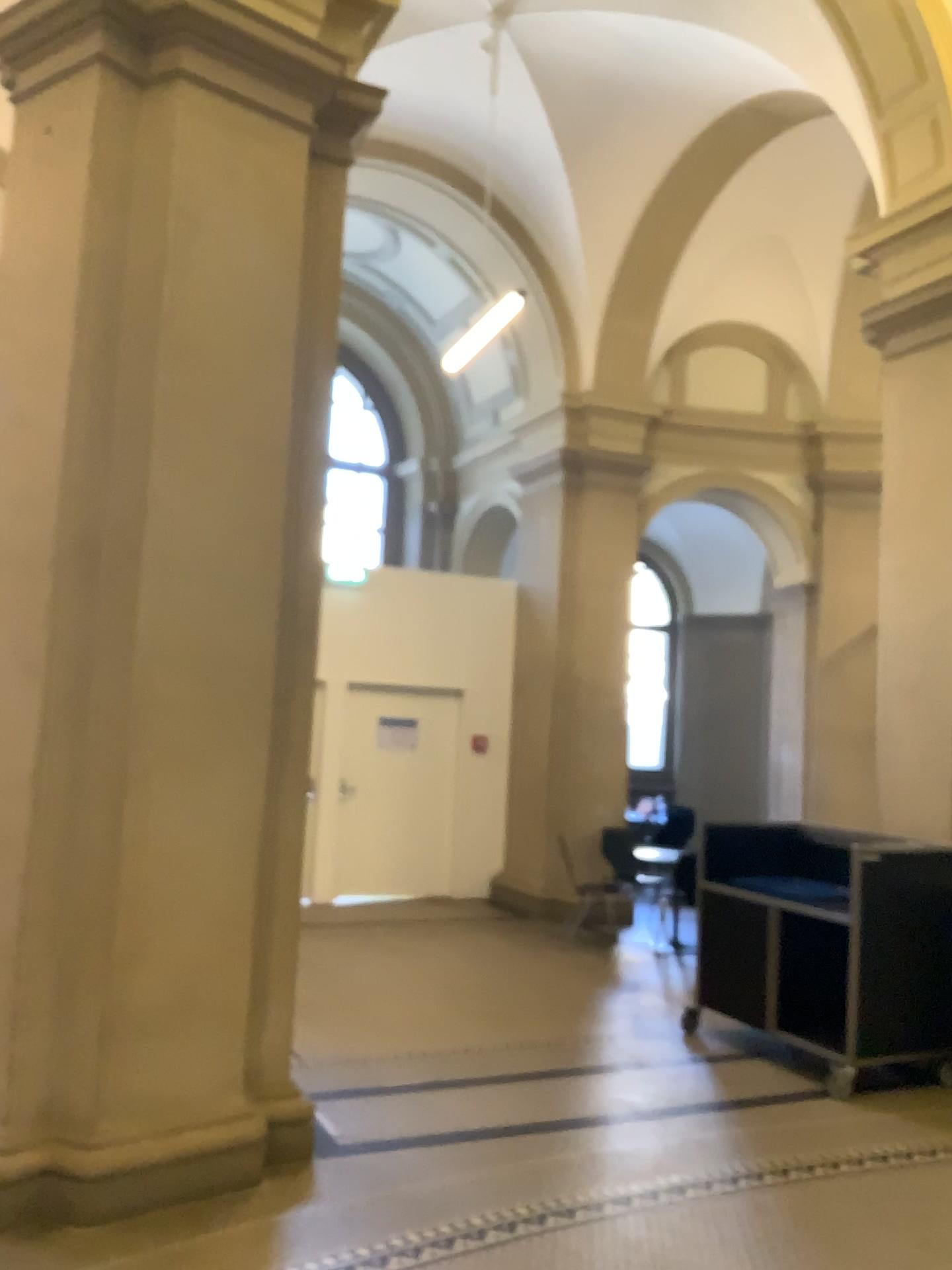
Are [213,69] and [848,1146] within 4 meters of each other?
no
